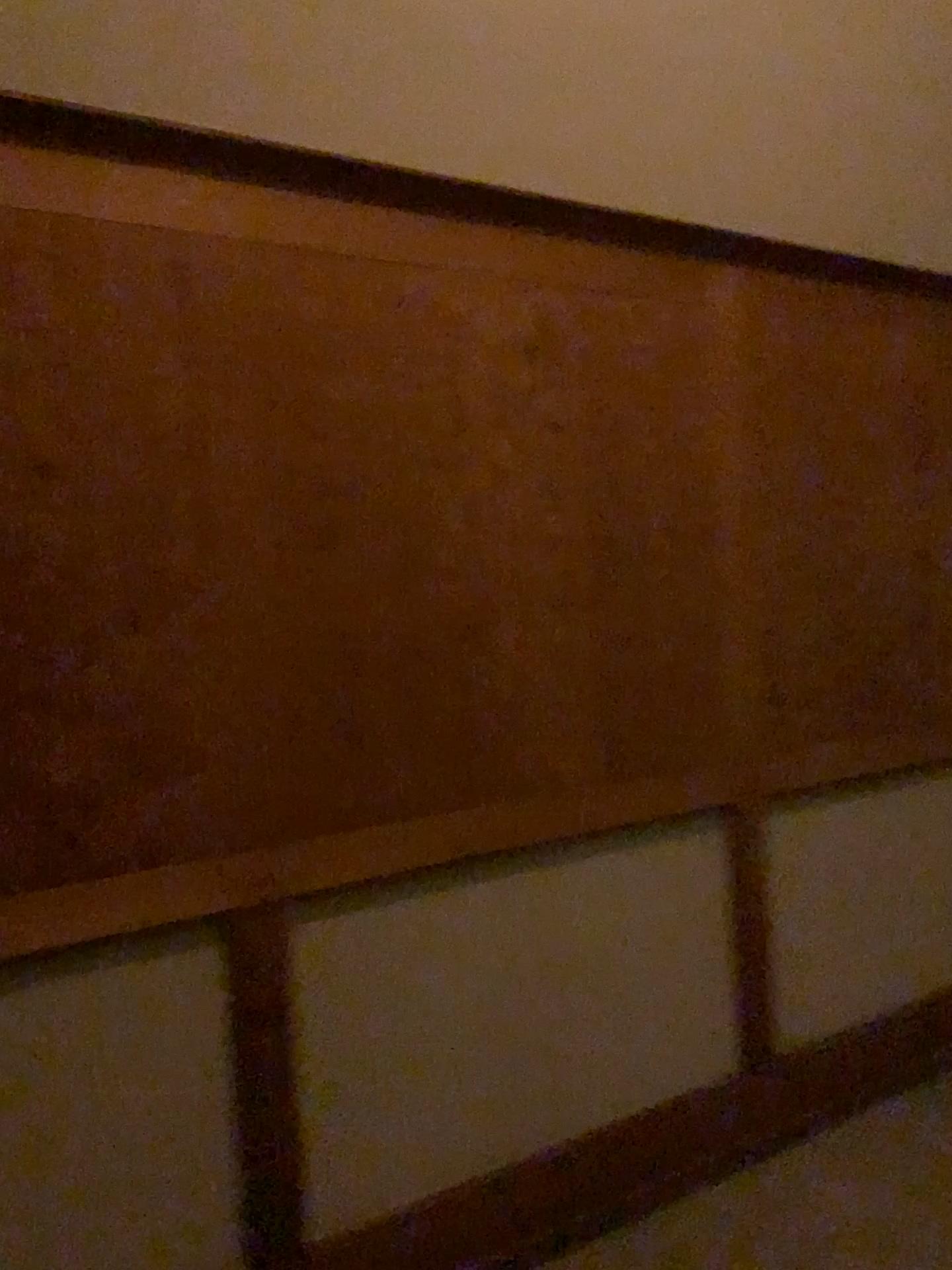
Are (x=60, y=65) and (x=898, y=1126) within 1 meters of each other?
no
